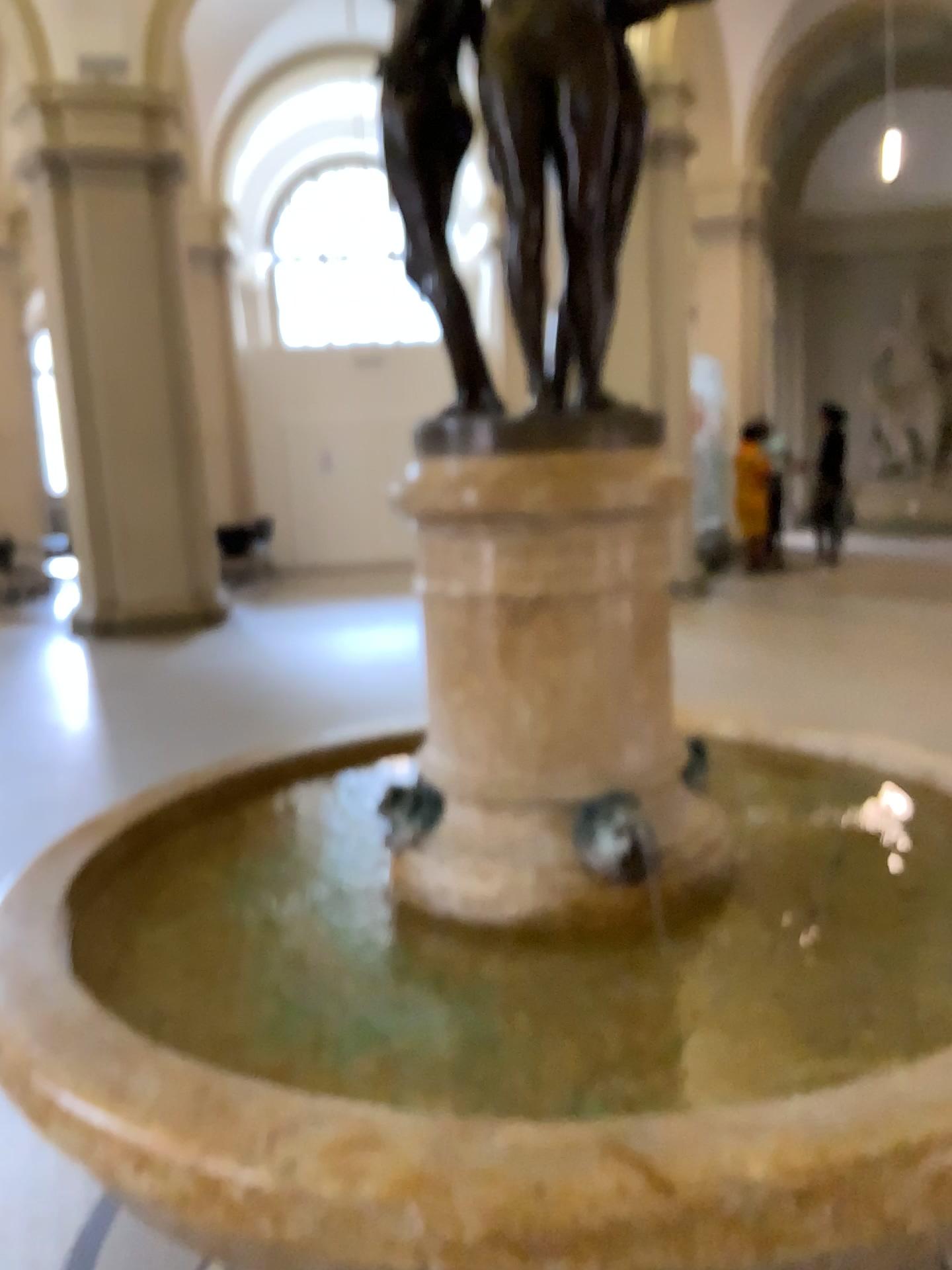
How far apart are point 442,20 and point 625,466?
0.8m

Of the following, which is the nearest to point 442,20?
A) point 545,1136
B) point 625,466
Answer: point 625,466

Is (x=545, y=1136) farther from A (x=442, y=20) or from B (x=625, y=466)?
A (x=442, y=20)

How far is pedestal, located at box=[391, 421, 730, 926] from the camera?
1.70m

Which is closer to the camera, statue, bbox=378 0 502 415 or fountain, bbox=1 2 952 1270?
fountain, bbox=1 2 952 1270

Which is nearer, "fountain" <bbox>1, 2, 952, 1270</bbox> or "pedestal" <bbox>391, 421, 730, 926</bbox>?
"fountain" <bbox>1, 2, 952, 1270</bbox>

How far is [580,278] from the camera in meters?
1.8 m

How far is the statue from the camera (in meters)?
1.71
